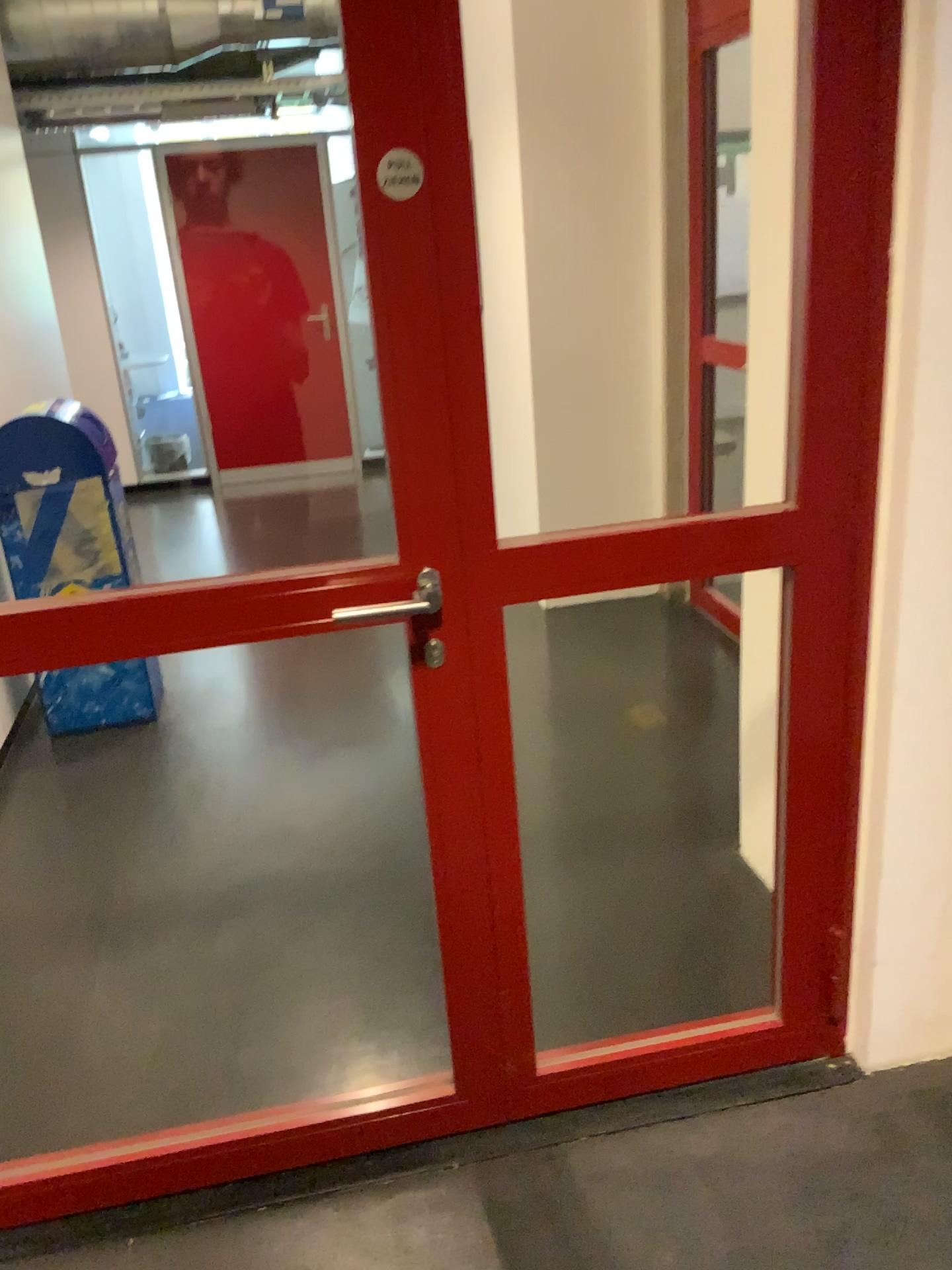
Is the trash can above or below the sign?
below

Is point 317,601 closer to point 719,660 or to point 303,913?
point 303,913

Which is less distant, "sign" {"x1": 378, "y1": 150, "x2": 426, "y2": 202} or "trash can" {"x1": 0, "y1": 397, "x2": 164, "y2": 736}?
"sign" {"x1": 378, "y1": 150, "x2": 426, "y2": 202}

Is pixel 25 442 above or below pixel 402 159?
below

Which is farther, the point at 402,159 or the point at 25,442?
the point at 25,442

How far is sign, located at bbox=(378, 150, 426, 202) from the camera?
1.37m

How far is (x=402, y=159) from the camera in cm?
137
